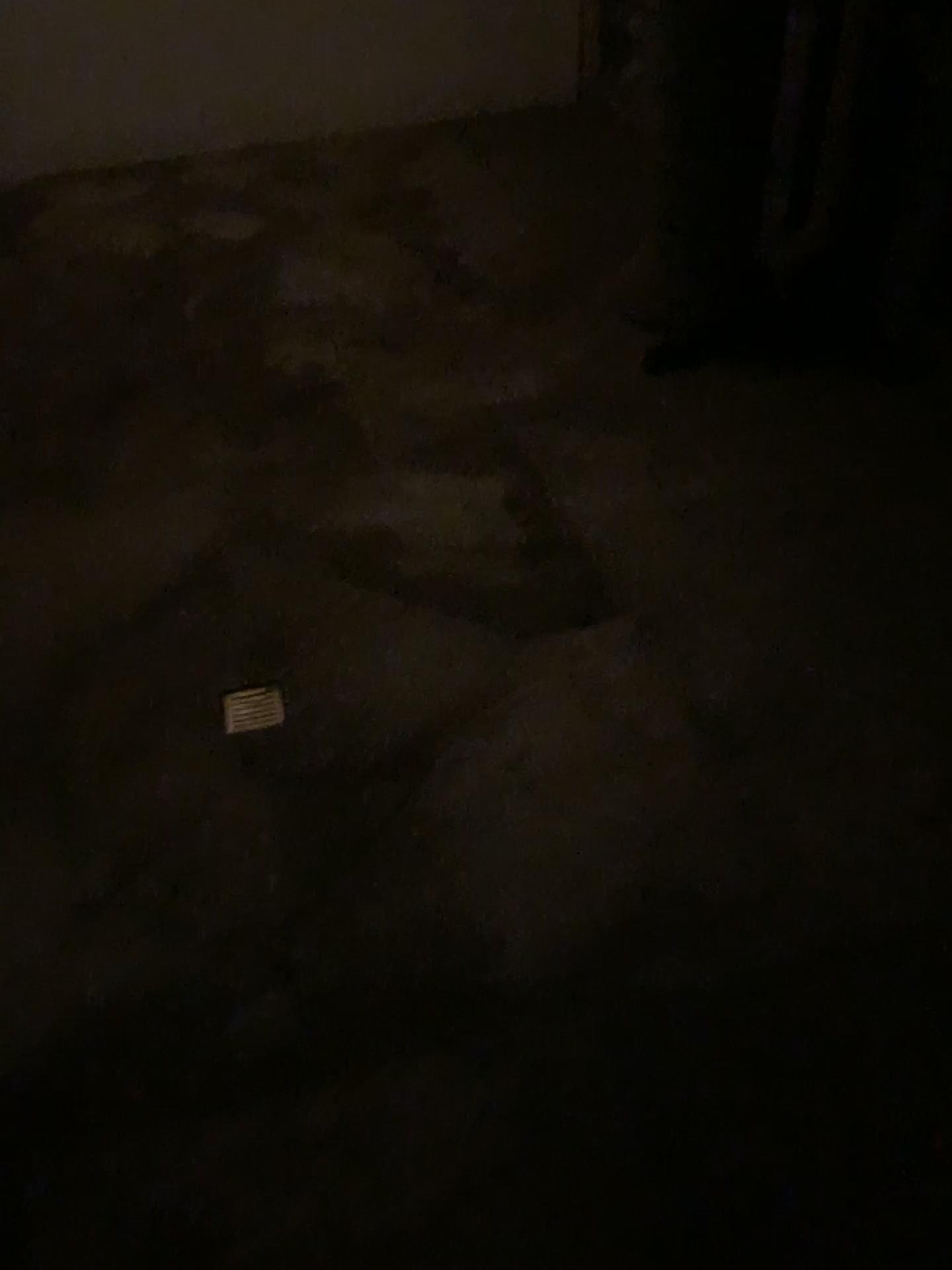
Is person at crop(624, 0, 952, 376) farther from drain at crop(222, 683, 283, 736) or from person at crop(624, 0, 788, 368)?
drain at crop(222, 683, 283, 736)

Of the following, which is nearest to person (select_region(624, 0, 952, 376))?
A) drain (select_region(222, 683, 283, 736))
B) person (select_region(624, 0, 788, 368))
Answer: person (select_region(624, 0, 788, 368))

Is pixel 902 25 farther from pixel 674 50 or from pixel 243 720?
pixel 243 720

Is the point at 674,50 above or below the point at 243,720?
above

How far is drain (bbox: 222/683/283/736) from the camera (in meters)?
2.53

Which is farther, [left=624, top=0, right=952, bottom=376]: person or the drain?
[left=624, top=0, right=952, bottom=376]: person

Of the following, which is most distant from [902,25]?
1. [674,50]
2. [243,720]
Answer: [243,720]

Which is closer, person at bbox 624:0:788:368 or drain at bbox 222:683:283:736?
drain at bbox 222:683:283:736

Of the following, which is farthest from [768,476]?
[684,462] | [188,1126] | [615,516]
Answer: [188,1126]
